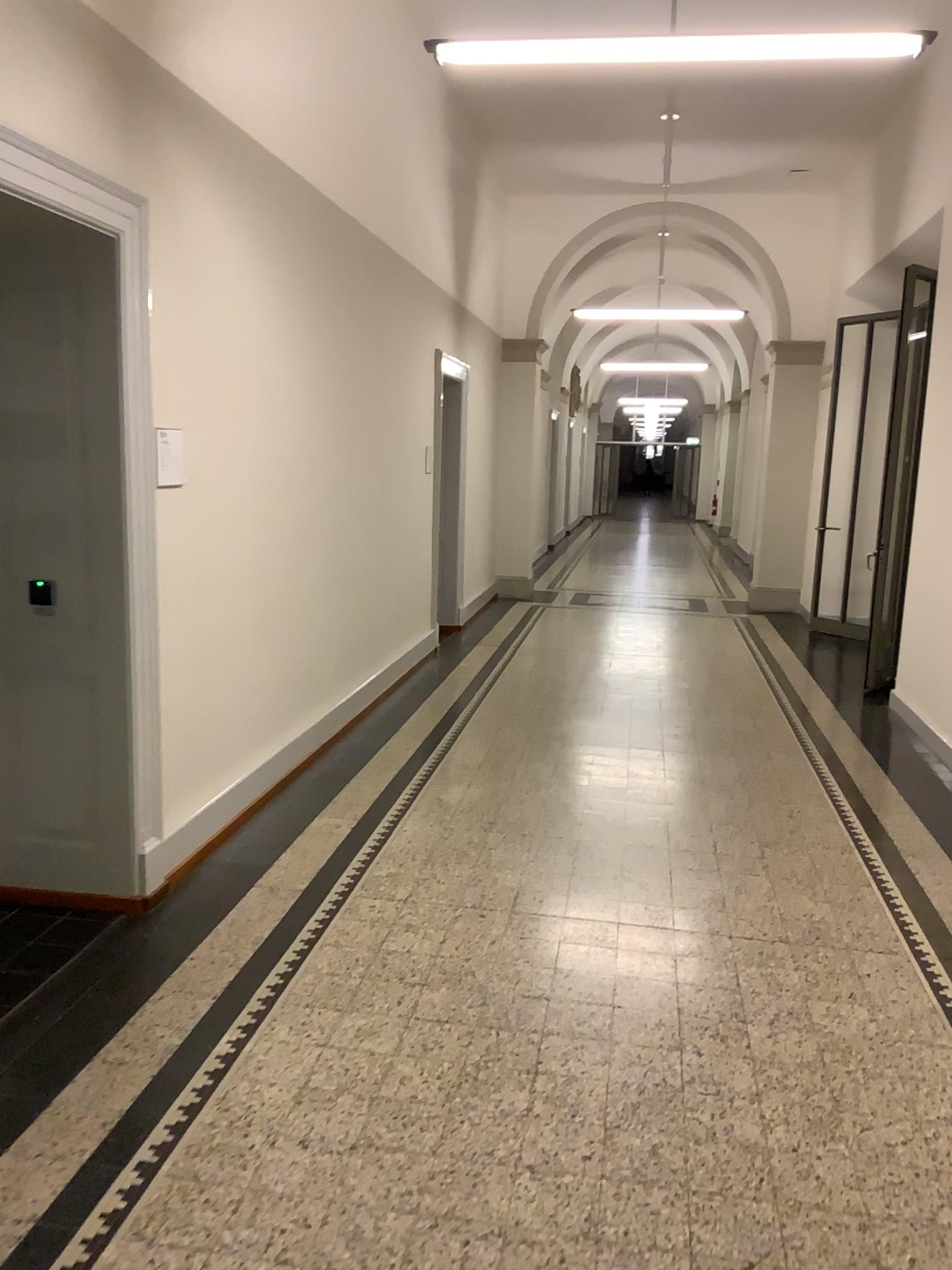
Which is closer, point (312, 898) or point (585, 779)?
point (312, 898)

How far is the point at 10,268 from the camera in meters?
3.5 m

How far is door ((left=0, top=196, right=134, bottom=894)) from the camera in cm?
353

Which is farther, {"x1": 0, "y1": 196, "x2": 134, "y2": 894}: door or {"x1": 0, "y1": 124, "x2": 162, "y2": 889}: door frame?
{"x1": 0, "y1": 196, "x2": 134, "y2": 894}: door

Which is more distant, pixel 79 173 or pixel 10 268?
pixel 10 268
